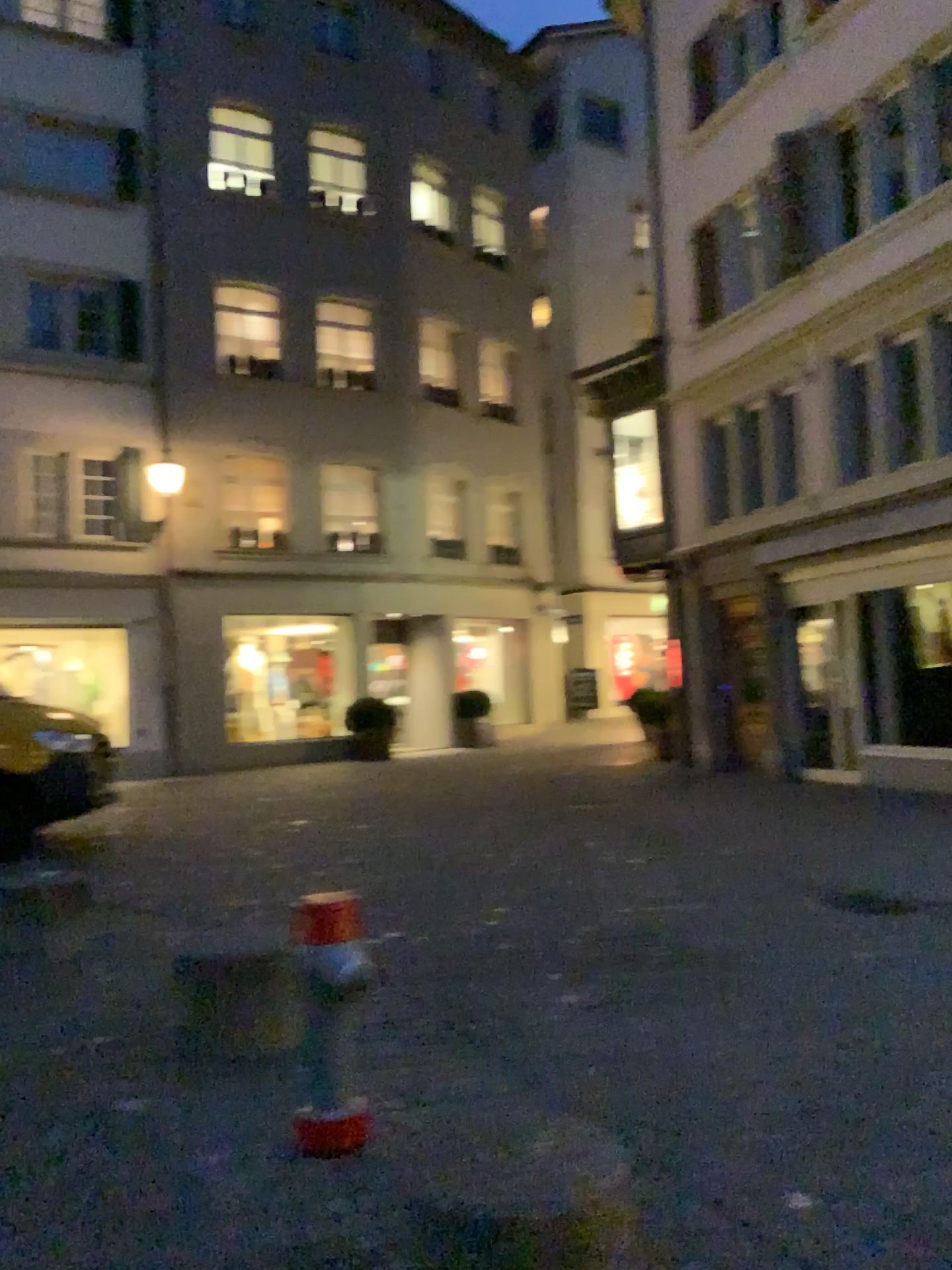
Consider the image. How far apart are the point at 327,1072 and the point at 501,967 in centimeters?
190cm

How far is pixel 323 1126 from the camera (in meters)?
3.14

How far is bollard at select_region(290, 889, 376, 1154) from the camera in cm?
314
